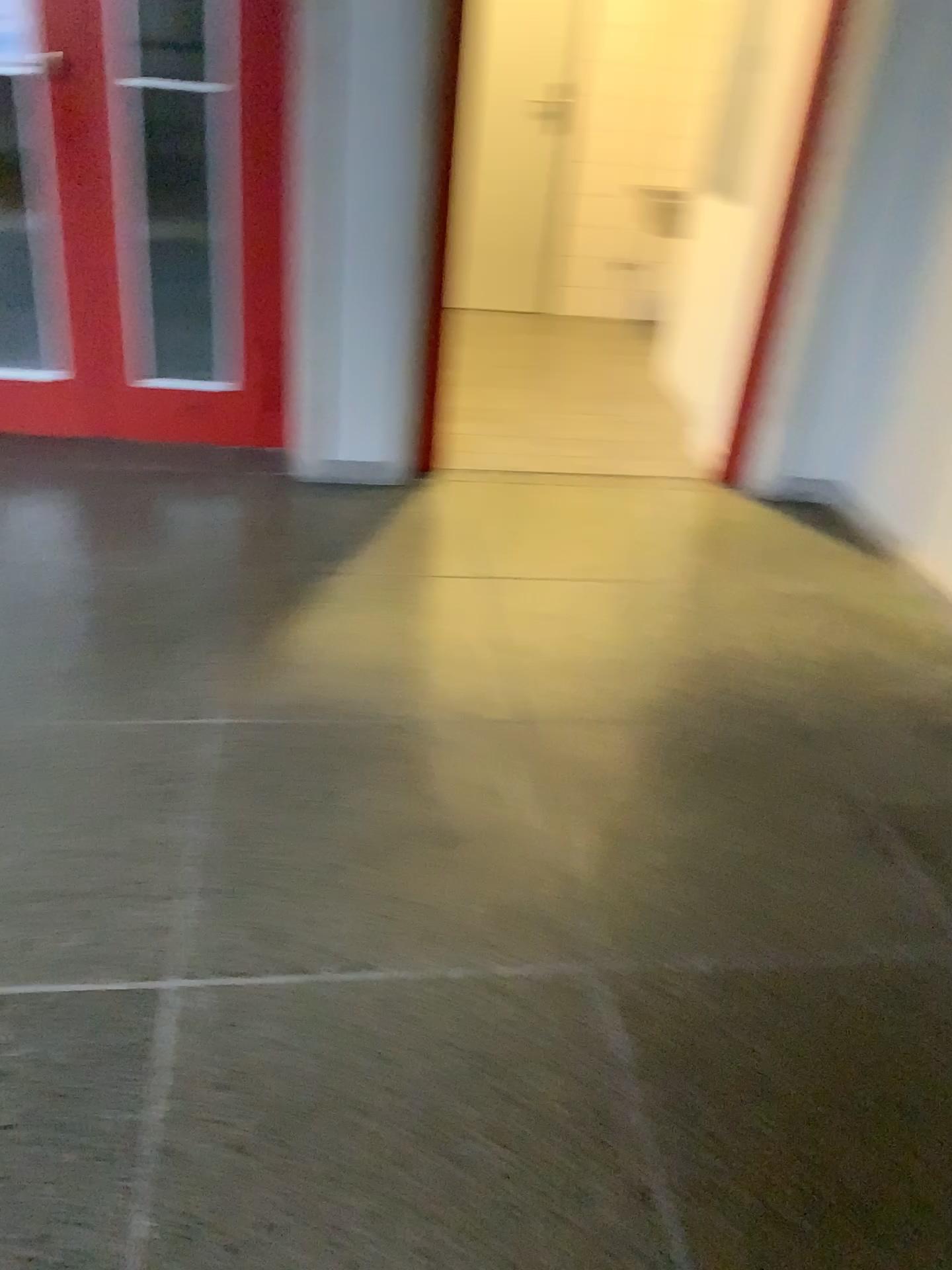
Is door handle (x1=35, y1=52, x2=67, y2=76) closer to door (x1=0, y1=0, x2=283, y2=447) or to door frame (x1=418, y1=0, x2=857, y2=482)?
door (x1=0, y1=0, x2=283, y2=447)

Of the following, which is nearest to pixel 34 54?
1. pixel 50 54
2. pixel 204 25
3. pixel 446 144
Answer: pixel 50 54

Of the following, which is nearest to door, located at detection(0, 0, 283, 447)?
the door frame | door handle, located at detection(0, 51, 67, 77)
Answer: door handle, located at detection(0, 51, 67, 77)

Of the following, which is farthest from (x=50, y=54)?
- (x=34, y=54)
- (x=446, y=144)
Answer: (x=446, y=144)

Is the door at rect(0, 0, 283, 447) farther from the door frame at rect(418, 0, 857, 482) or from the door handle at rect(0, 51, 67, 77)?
the door frame at rect(418, 0, 857, 482)

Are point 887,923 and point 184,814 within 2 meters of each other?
yes

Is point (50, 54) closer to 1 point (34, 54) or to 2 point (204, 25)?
1 point (34, 54)
